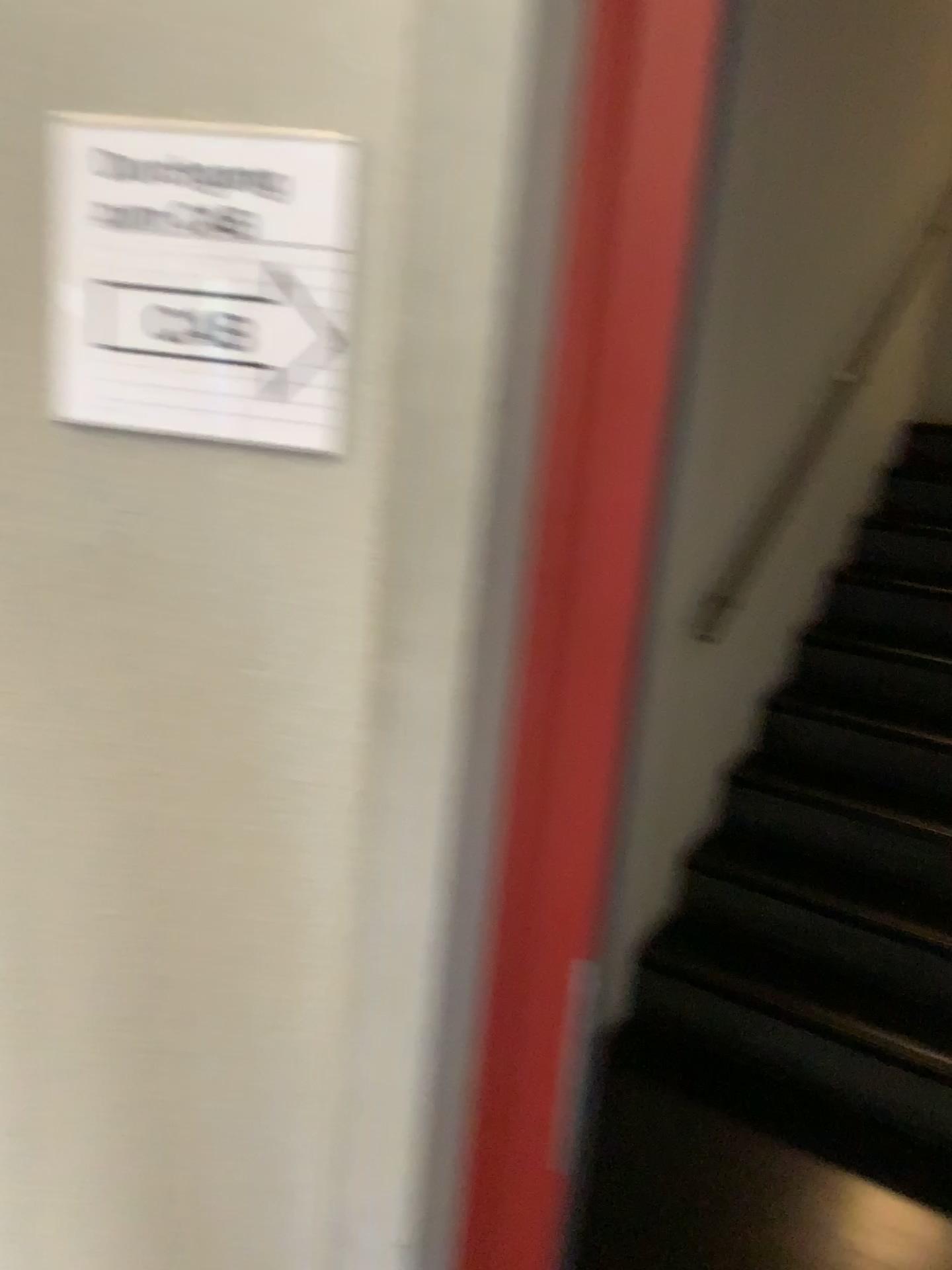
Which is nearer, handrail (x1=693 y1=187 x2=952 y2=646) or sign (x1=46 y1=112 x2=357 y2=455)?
sign (x1=46 y1=112 x2=357 y2=455)

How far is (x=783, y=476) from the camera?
2.8m

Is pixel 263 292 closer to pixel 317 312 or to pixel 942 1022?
pixel 317 312

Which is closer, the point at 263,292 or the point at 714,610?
the point at 263,292

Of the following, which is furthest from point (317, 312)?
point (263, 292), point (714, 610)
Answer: point (714, 610)

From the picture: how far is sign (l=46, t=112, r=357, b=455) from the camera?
0.72m

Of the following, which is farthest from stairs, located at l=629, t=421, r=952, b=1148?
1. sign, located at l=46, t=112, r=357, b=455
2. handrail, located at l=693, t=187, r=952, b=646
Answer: sign, located at l=46, t=112, r=357, b=455

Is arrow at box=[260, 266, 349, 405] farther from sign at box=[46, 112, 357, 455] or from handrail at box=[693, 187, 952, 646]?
handrail at box=[693, 187, 952, 646]

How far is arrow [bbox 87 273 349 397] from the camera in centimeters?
75cm

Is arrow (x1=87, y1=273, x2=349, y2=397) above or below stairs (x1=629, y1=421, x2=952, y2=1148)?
above
